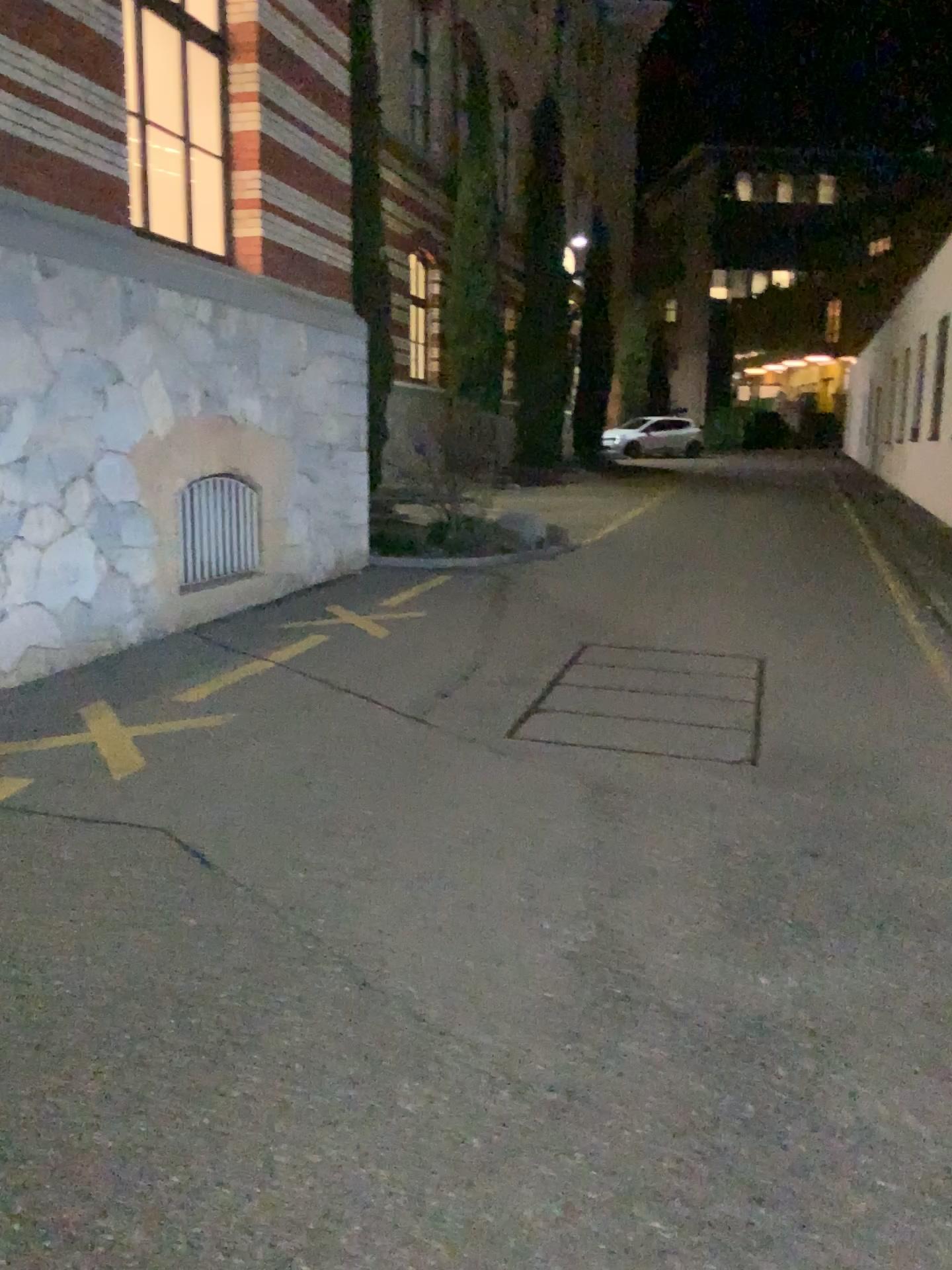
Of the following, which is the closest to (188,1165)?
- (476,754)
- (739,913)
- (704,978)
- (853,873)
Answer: (704,978)
